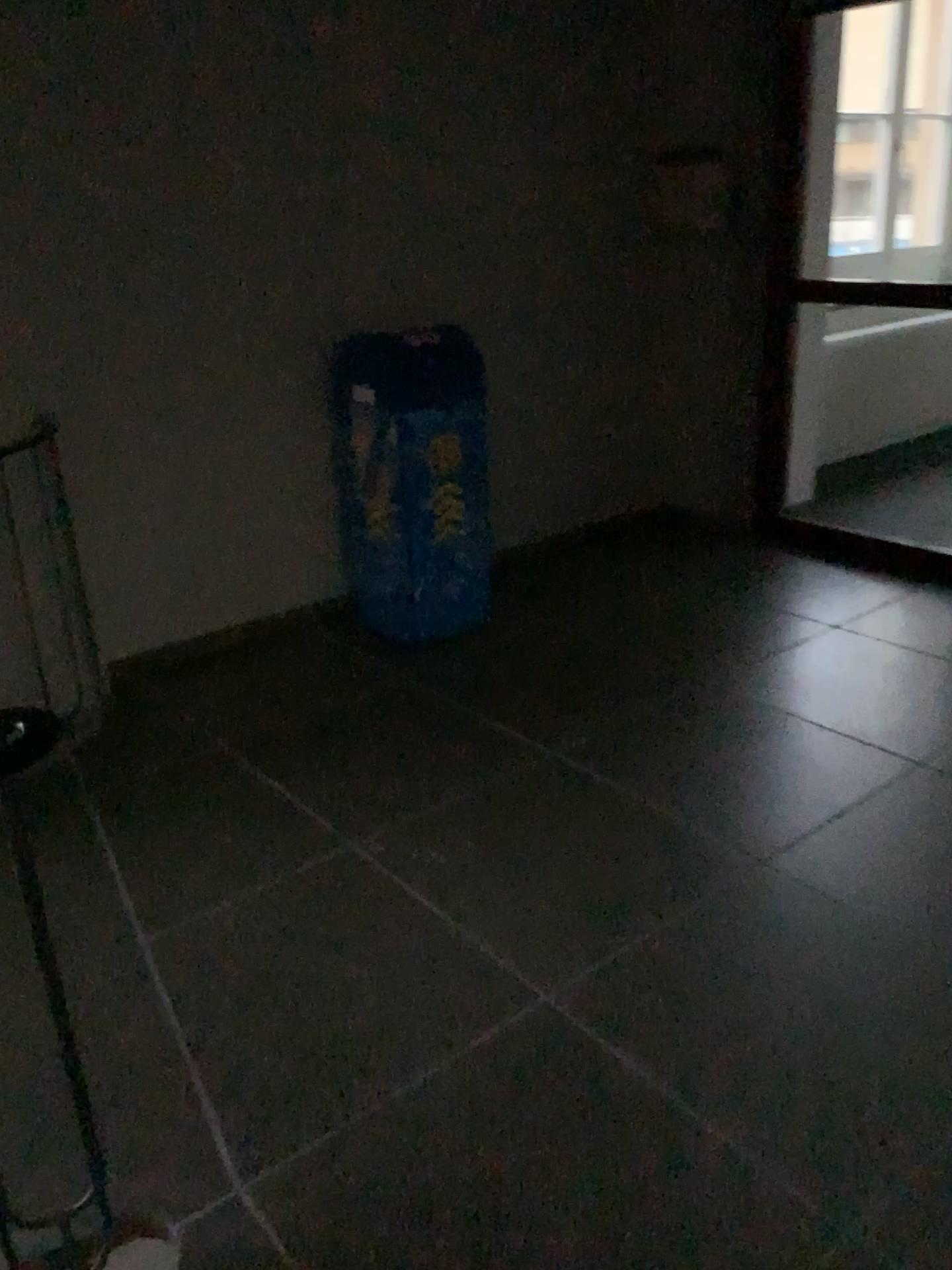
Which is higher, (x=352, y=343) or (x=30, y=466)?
→ (x=352, y=343)

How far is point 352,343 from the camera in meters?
3.5 m

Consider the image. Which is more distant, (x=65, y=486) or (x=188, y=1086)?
(x=65, y=486)

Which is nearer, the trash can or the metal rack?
the metal rack

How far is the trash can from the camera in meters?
3.5 m

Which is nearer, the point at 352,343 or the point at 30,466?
the point at 30,466
